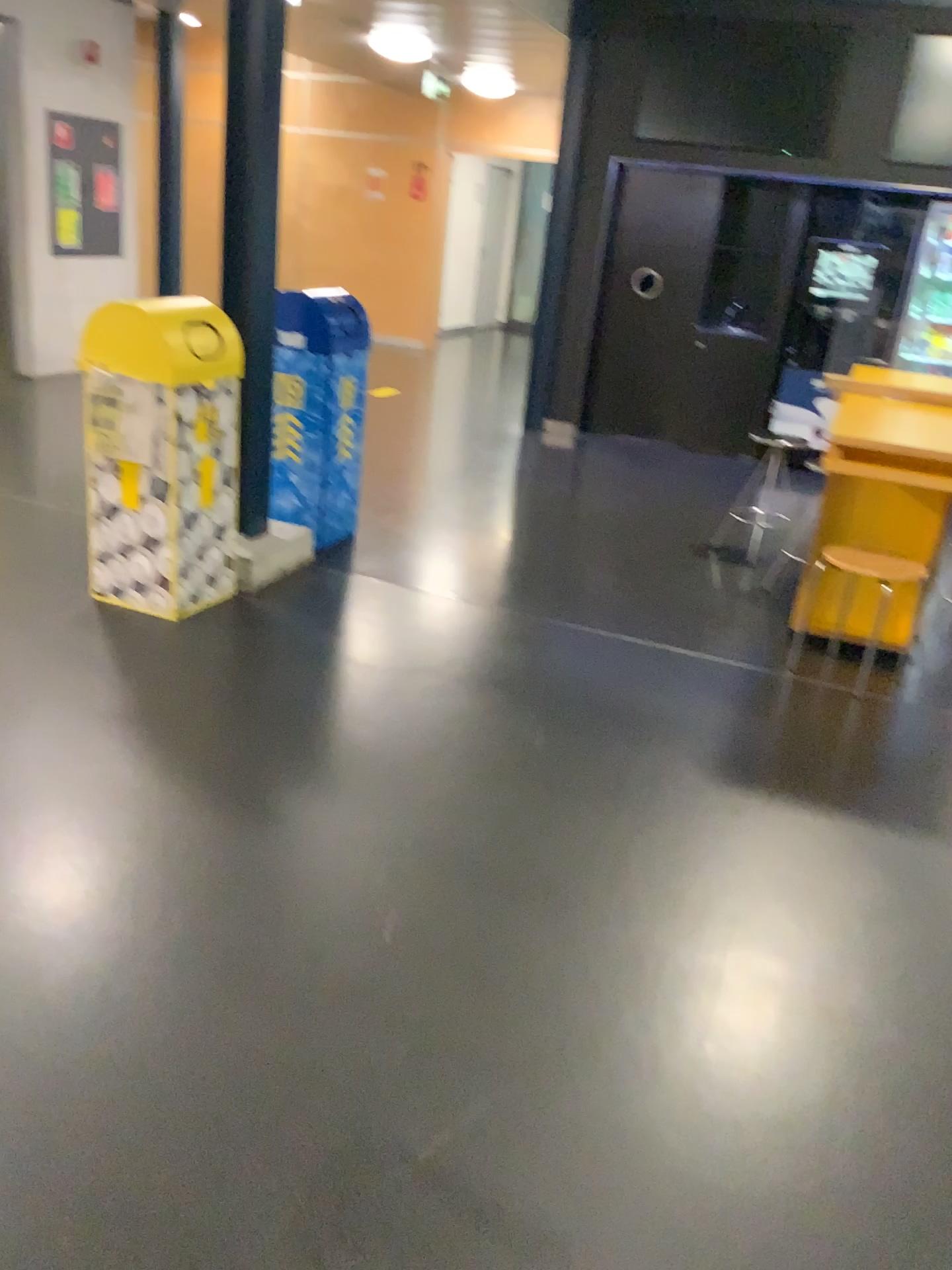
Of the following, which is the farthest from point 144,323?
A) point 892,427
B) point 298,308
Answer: point 892,427

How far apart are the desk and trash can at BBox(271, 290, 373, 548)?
1.97m

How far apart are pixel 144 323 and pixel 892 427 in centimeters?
249cm

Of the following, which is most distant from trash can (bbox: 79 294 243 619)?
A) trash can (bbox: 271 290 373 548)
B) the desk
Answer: the desk

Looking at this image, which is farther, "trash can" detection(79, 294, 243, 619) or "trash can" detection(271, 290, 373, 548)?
"trash can" detection(271, 290, 373, 548)

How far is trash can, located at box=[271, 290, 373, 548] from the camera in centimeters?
433cm

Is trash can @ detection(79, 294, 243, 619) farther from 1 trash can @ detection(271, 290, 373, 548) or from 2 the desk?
2 the desk

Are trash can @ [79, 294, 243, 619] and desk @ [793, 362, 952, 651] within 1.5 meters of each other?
no

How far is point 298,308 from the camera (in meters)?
4.33

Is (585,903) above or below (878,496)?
below
